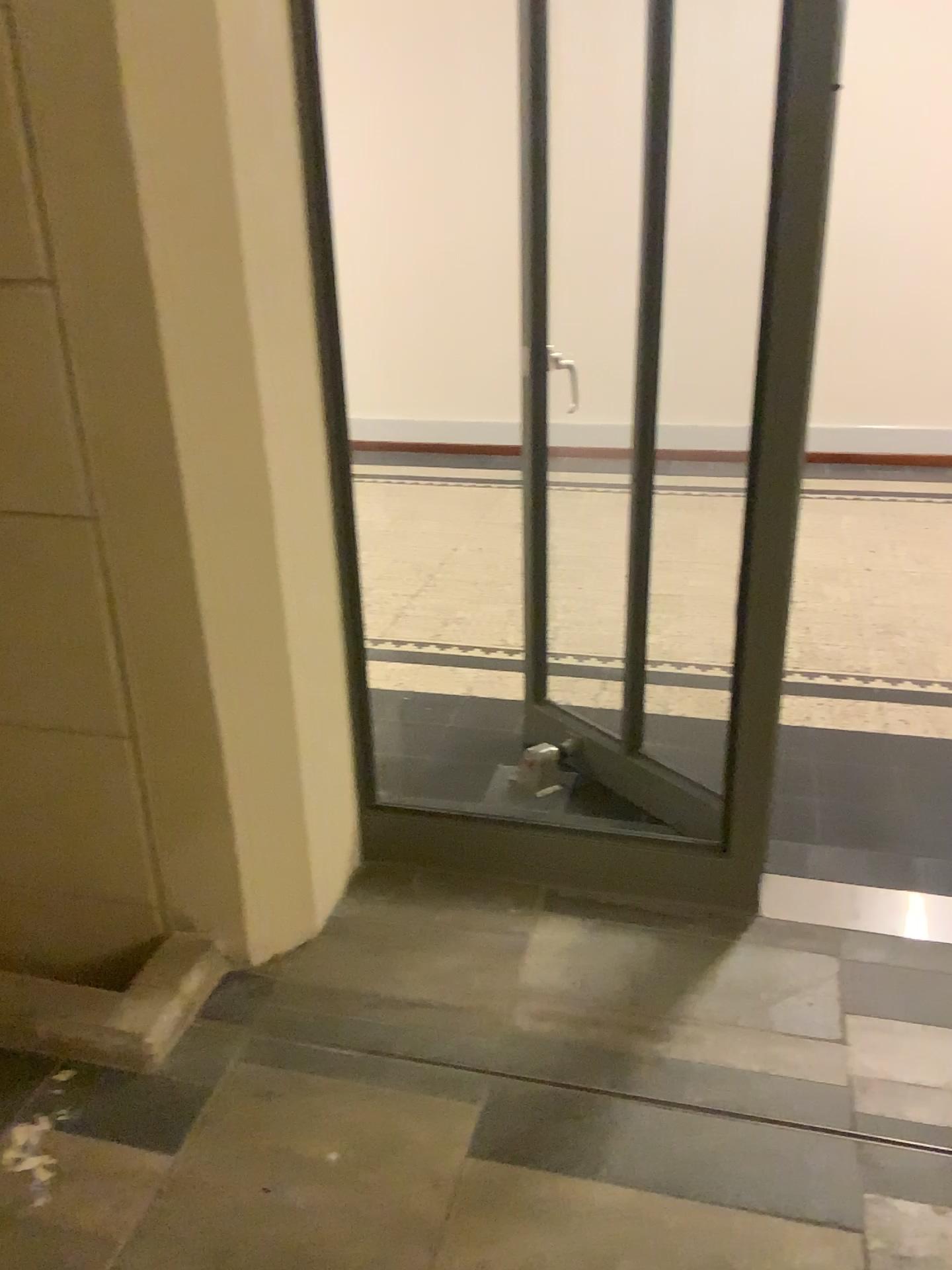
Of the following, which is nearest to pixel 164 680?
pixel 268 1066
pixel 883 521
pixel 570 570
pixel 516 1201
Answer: pixel 268 1066

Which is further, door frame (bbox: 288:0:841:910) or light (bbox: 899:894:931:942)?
light (bbox: 899:894:931:942)

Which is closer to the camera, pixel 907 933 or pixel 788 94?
pixel 788 94

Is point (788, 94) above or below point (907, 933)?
above
